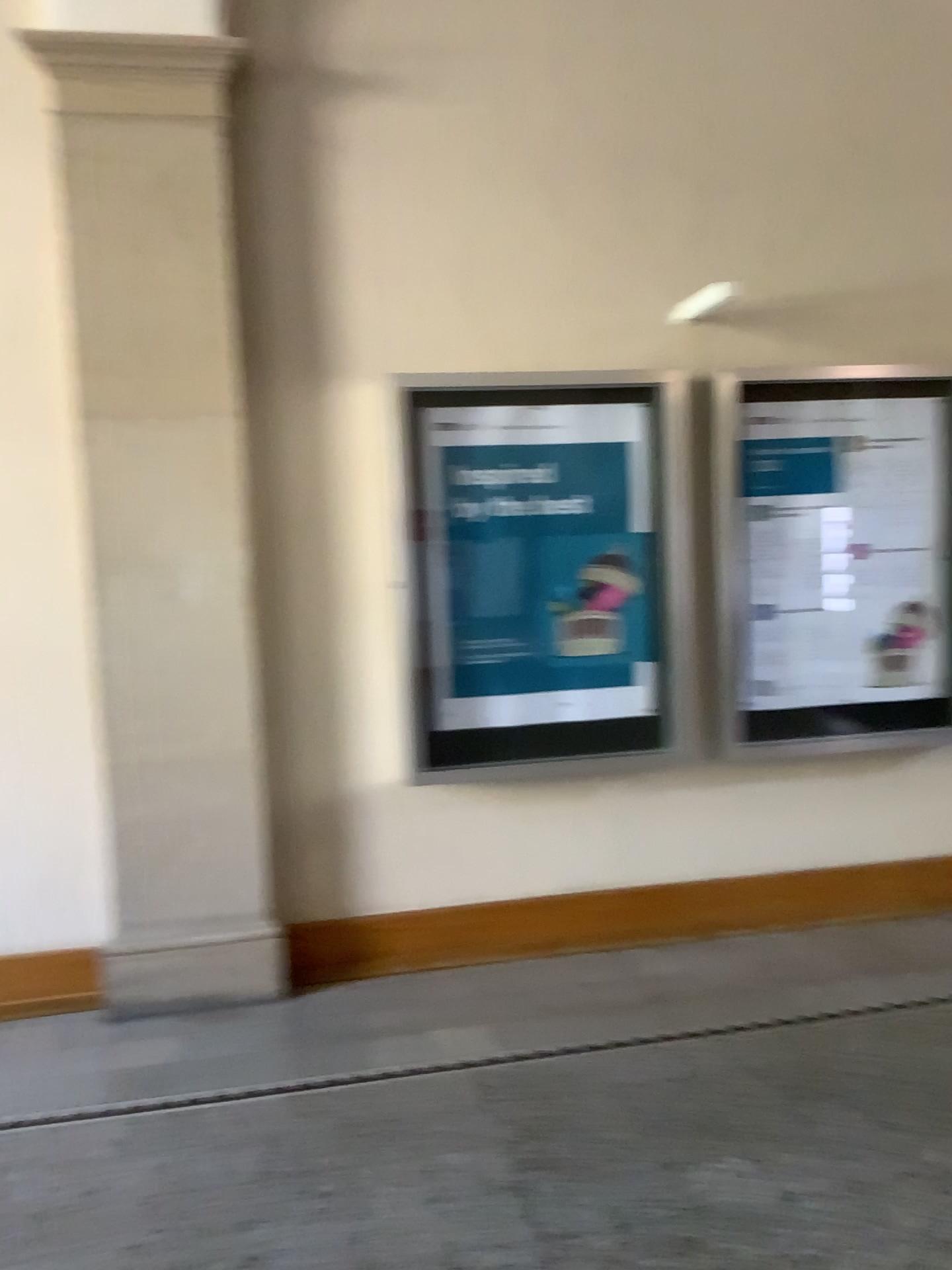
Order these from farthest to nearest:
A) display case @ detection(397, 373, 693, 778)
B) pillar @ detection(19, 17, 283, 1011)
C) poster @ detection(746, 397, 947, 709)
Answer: poster @ detection(746, 397, 947, 709)
display case @ detection(397, 373, 693, 778)
pillar @ detection(19, 17, 283, 1011)

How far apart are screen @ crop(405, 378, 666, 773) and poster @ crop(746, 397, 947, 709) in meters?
0.4 m

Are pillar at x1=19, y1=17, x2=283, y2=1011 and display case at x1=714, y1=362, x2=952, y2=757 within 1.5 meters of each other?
no

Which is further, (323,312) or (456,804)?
(456,804)

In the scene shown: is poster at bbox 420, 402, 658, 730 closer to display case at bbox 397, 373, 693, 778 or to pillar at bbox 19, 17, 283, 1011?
display case at bbox 397, 373, 693, 778

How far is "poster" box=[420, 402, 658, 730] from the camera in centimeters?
390cm

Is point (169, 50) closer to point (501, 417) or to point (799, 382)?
point (501, 417)

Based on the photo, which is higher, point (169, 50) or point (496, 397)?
point (169, 50)

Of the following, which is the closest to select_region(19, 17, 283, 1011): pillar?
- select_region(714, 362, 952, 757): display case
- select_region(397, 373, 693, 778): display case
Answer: select_region(397, 373, 693, 778): display case

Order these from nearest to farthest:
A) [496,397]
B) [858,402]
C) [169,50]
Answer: [169,50] < [496,397] < [858,402]
